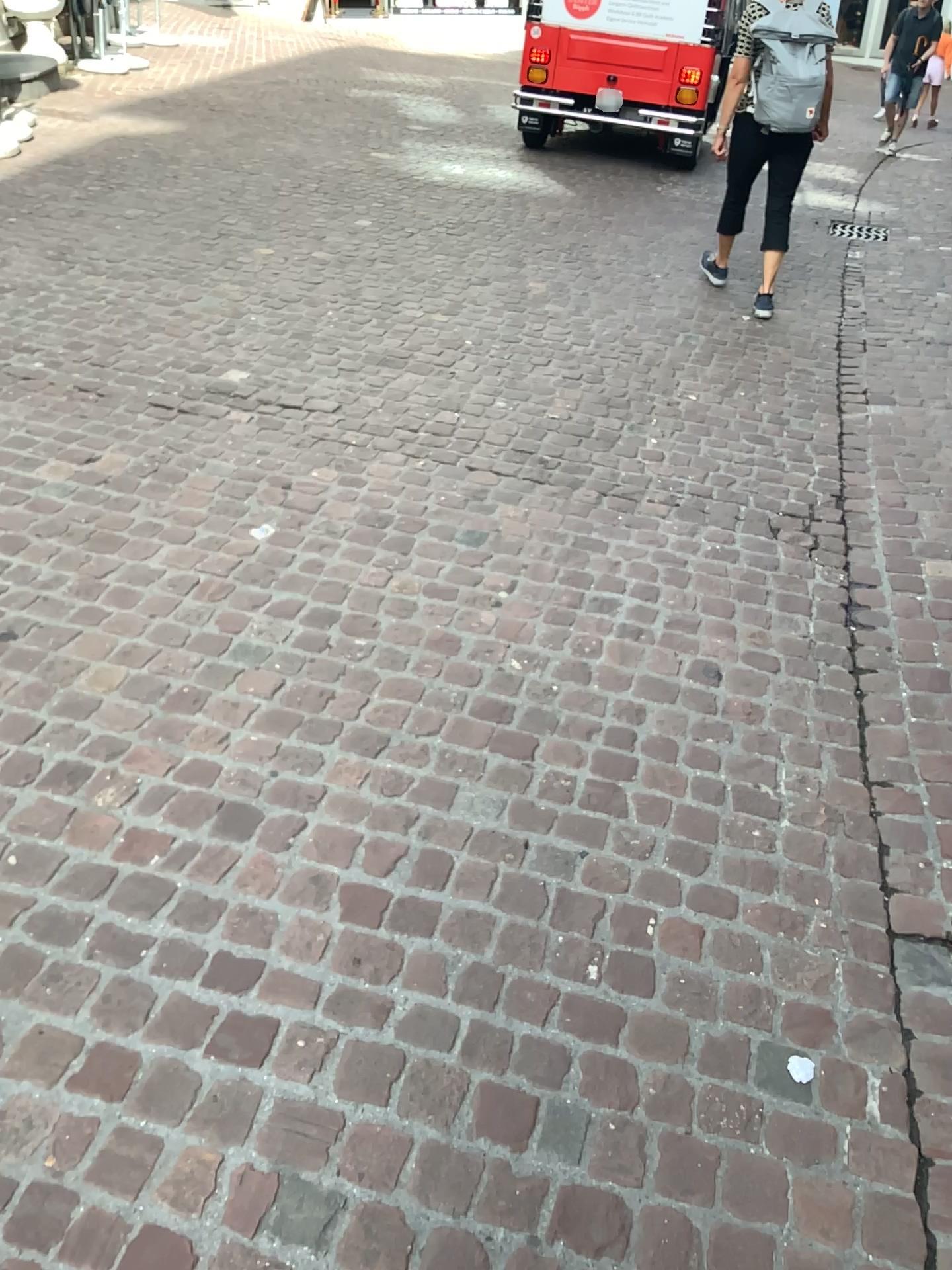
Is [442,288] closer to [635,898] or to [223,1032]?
[635,898]
